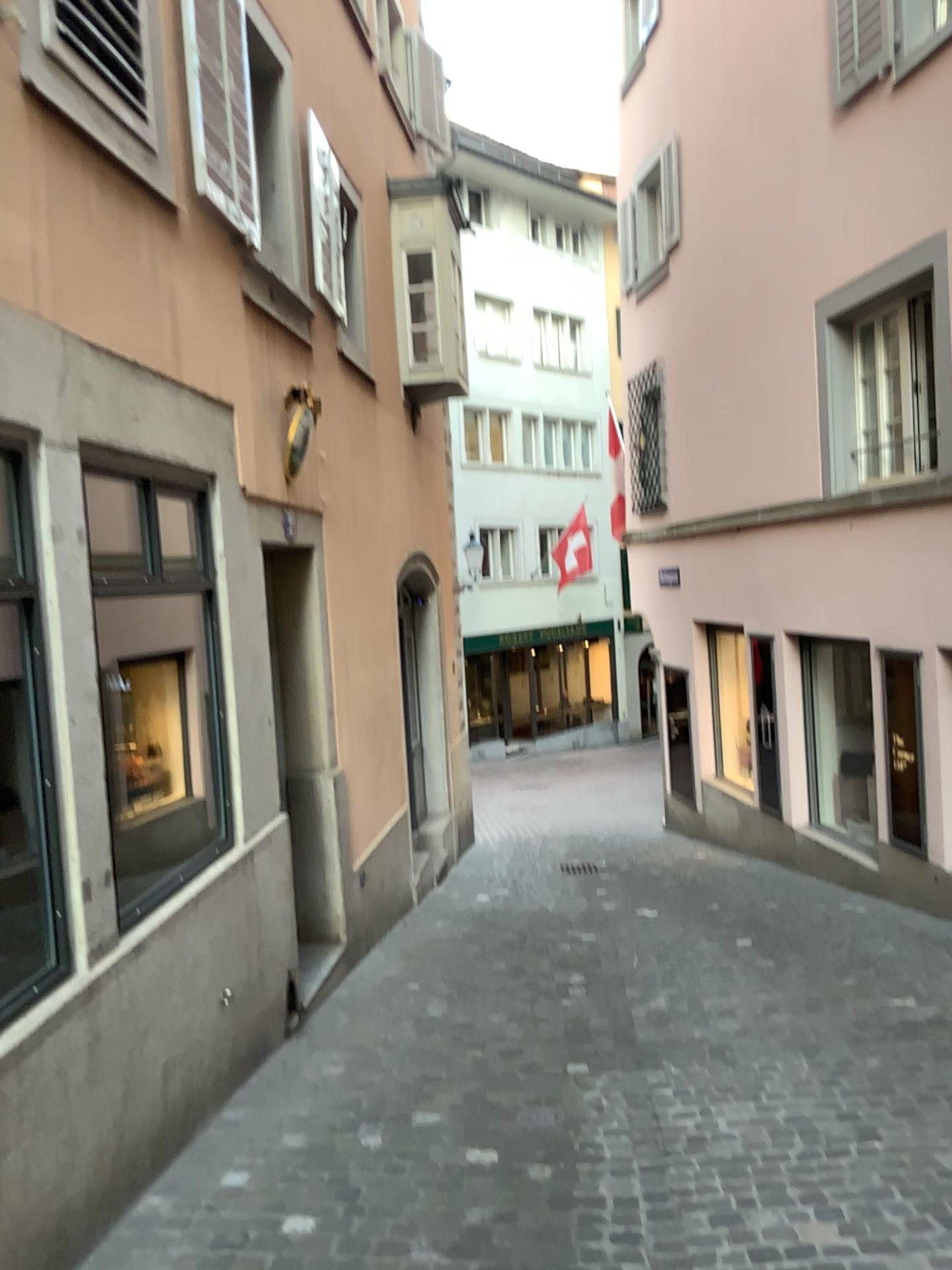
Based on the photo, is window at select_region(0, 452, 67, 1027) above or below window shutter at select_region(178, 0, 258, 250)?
below

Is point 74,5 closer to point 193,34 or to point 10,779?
point 193,34

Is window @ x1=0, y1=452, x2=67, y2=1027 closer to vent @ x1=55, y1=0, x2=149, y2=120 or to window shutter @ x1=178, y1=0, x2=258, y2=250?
vent @ x1=55, y1=0, x2=149, y2=120

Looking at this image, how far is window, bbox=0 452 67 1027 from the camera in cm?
307

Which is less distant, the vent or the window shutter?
the vent

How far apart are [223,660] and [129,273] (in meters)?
1.69

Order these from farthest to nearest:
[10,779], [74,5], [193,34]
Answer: [193,34] → [74,5] → [10,779]

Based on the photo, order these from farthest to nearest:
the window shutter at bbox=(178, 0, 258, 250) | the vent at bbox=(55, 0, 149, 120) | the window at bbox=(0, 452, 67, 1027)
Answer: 1. the window shutter at bbox=(178, 0, 258, 250)
2. the vent at bbox=(55, 0, 149, 120)
3. the window at bbox=(0, 452, 67, 1027)

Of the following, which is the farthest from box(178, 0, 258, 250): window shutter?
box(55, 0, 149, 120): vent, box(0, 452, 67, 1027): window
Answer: box(0, 452, 67, 1027): window

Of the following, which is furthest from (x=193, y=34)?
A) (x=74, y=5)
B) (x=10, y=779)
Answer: (x=10, y=779)
